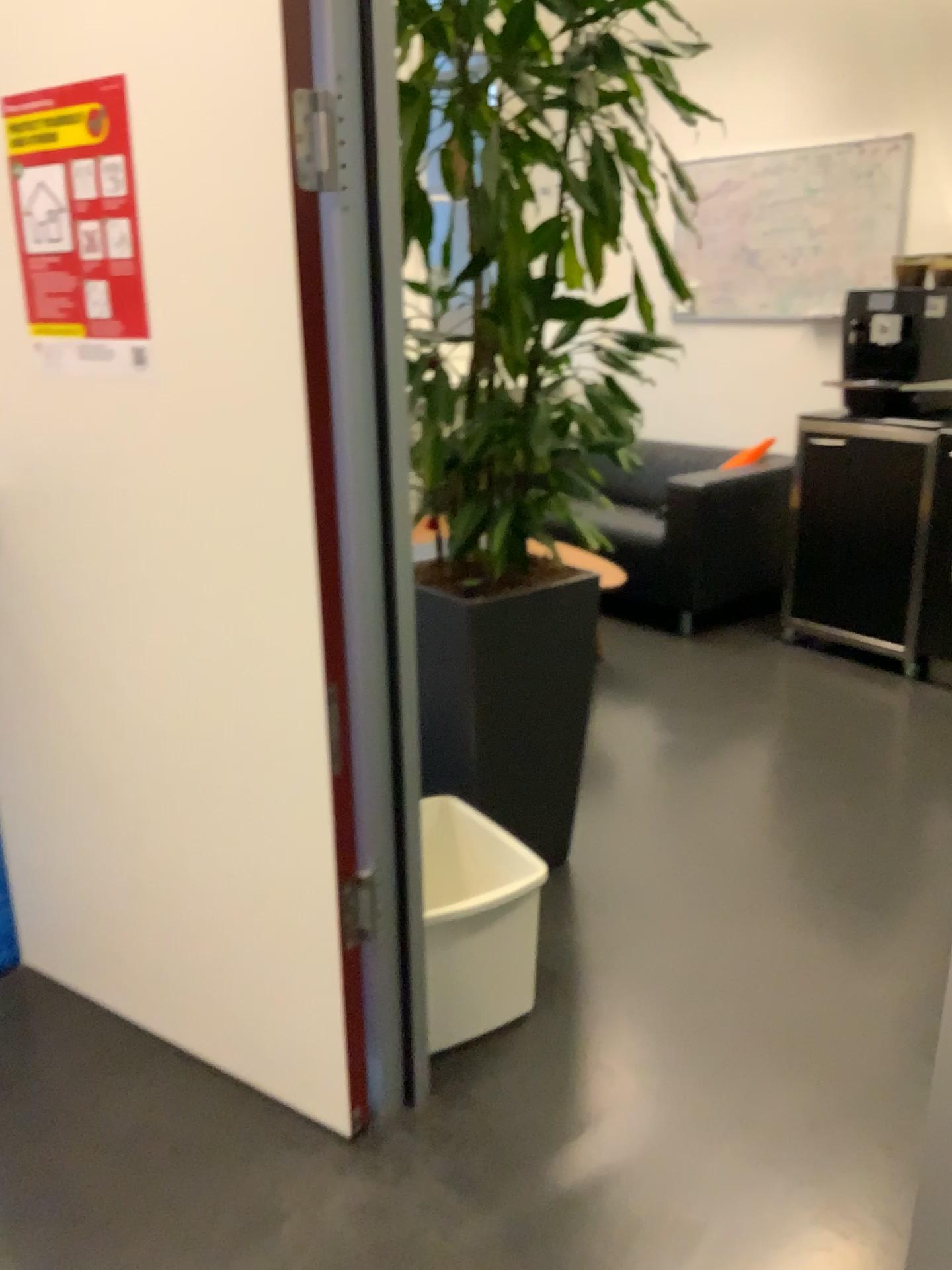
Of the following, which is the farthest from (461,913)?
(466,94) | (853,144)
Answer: (853,144)

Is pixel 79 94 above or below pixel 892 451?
above

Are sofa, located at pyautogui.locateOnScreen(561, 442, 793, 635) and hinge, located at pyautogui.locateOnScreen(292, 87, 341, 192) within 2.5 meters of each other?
no

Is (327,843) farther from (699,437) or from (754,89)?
(754,89)

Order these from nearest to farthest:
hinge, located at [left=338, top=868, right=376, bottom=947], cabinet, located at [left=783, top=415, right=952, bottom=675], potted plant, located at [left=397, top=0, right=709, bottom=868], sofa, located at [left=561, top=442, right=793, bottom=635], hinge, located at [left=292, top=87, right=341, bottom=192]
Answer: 1. hinge, located at [left=292, top=87, right=341, bottom=192]
2. hinge, located at [left=338, top=868, right=376, bottom=947]
3. potted plant, located at [left=397, top=0, right=709, bottom=868]
4. cabinet, located at [left=783, top=415, right=952, bottom=675]
5. sofa, located at [left=561, top=442, right=793, bottom=635]

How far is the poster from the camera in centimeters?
152cm

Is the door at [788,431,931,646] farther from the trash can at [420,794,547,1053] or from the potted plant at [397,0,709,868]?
the trash can at [420,794,547,1053]

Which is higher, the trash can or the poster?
the poster

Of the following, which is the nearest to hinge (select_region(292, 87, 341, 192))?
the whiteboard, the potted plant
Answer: the potted plant

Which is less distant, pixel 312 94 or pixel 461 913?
pixel 312 94
